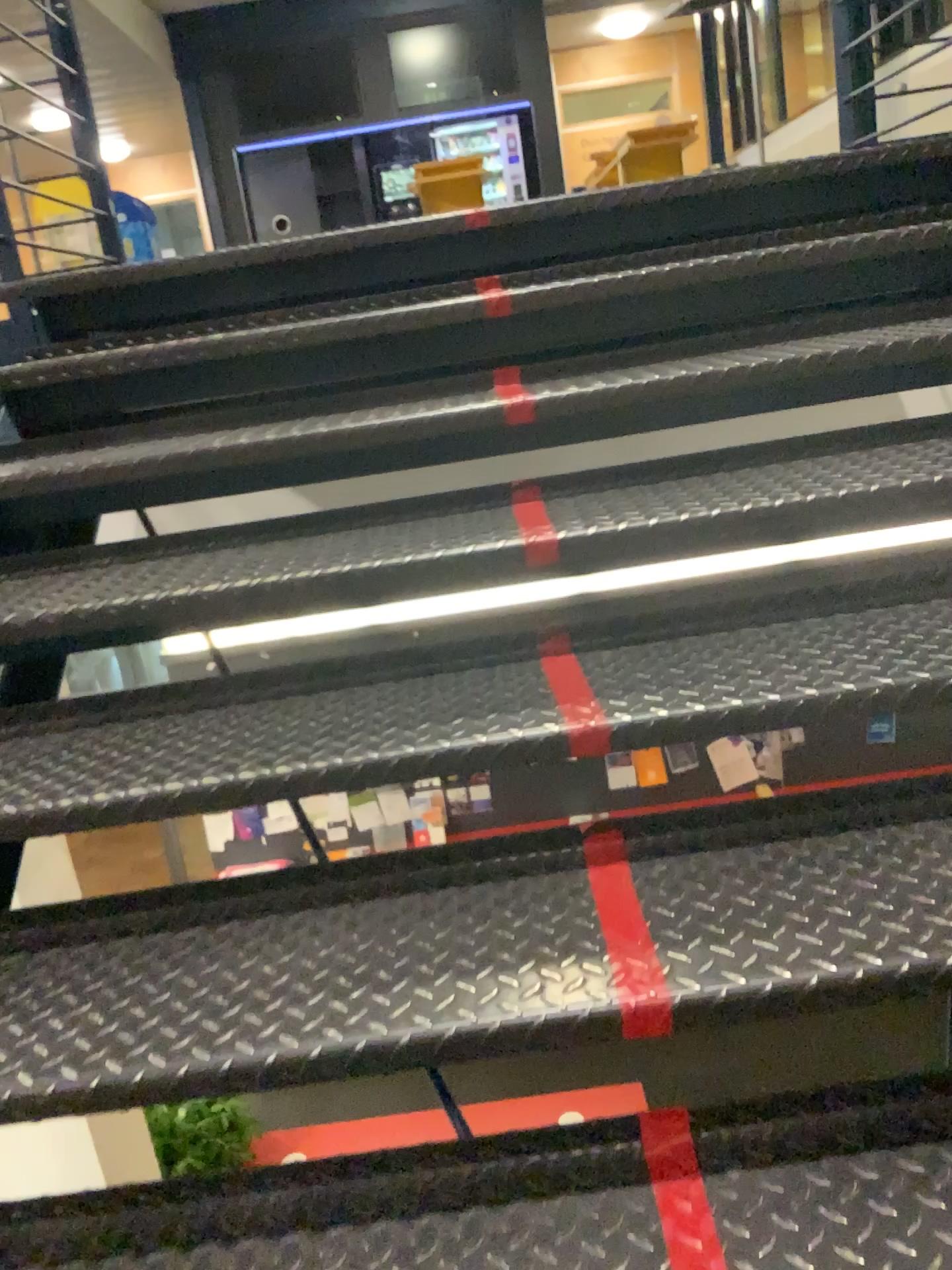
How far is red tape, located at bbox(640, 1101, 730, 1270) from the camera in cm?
95

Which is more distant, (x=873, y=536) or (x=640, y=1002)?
(x=873, y=536)

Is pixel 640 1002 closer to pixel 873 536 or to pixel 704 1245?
pixel 704 1245

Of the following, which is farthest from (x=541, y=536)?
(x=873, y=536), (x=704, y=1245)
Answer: (x=704, y=1245)

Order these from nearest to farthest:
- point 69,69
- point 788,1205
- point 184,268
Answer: point 788,1205 < point 184,268 < point 69,69

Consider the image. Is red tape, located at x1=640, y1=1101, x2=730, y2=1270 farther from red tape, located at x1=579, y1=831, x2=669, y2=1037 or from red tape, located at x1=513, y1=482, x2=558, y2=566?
red tape, located at x1=513, y1=482, x2=558, y2=566

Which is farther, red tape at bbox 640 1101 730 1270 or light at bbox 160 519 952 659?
light at bbox 160 519 952 659

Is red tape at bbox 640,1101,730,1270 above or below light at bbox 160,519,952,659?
below

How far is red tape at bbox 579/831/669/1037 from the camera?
1.0 meters

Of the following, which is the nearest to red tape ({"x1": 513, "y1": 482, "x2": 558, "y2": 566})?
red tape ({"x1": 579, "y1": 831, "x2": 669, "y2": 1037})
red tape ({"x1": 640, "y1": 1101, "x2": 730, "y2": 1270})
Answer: red tape ({"x1": 579, "y1": 831, "x2": 669, "y2": 1037})
